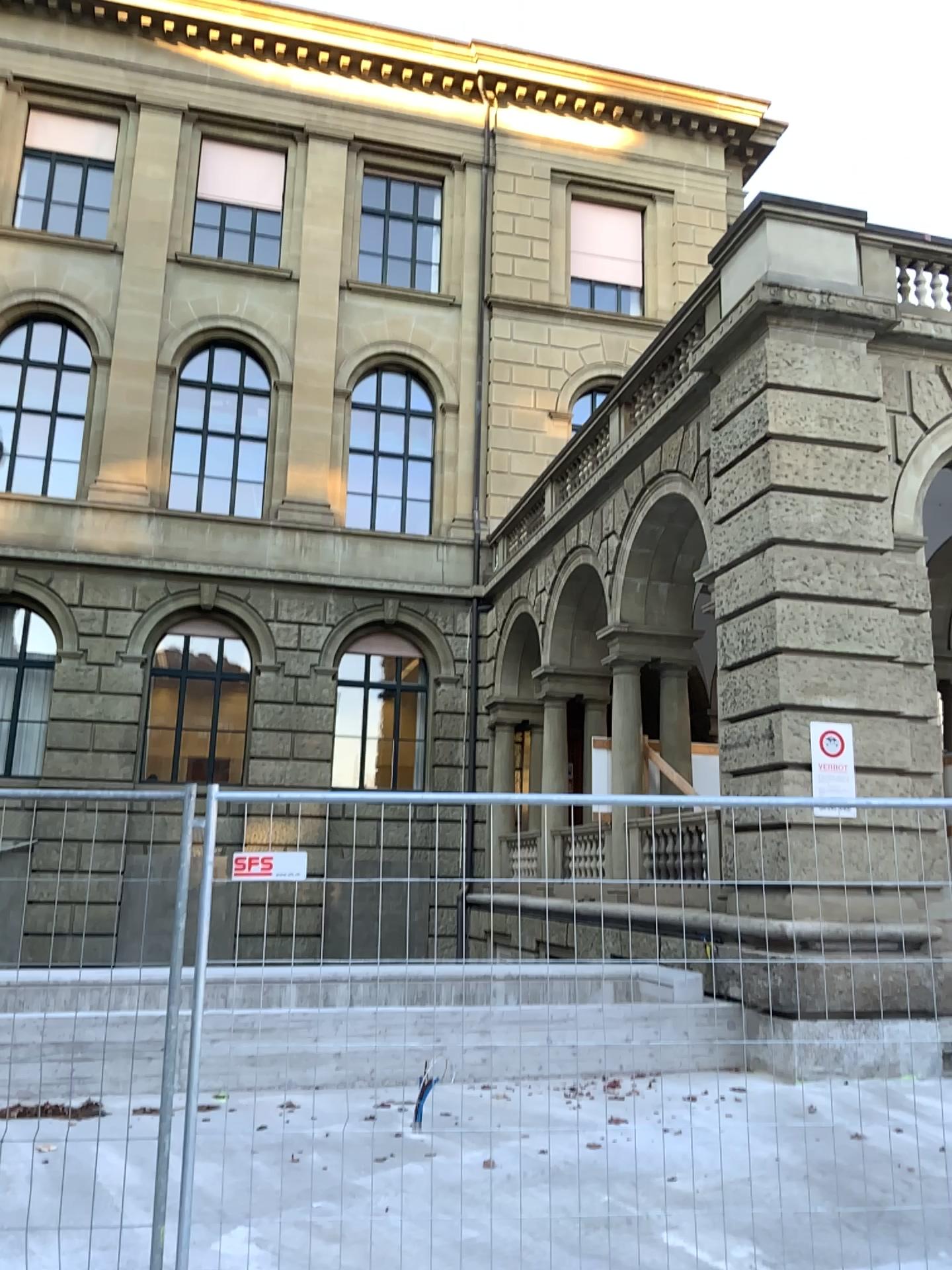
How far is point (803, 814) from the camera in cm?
410
